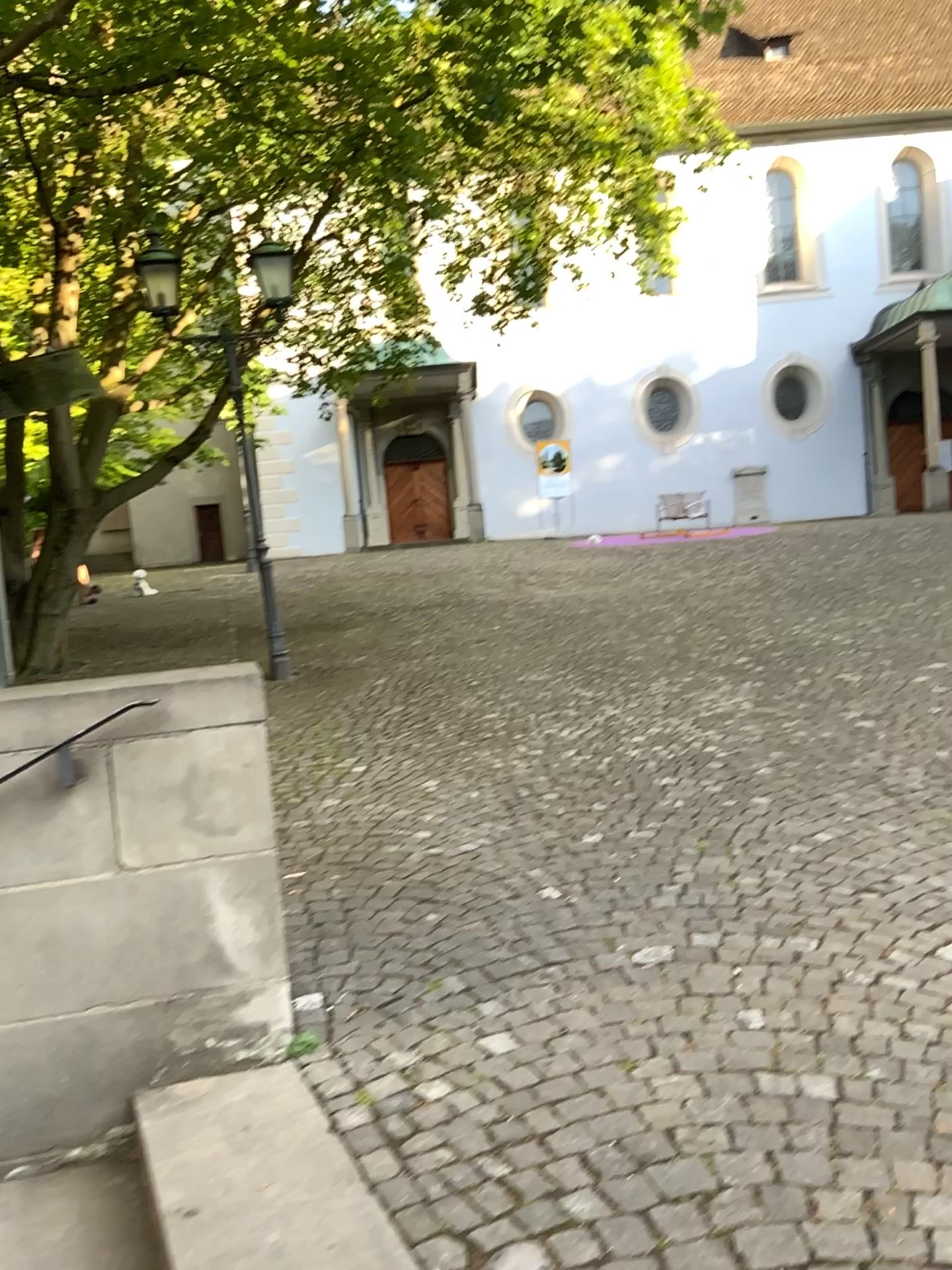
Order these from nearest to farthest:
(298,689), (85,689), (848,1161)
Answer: (848,1161) → (85,689) → (298,689)
